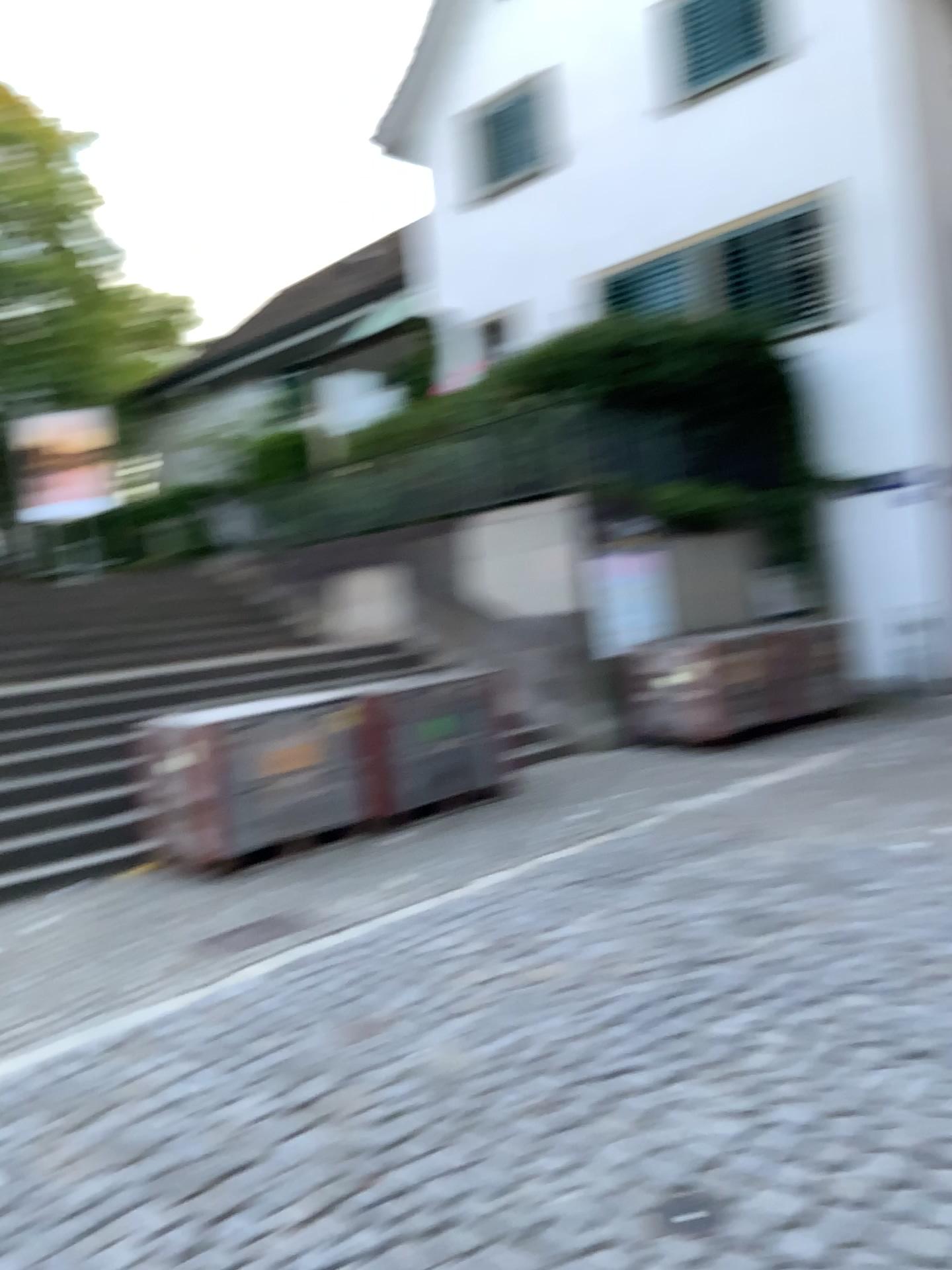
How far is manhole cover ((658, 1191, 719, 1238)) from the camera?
2.3m

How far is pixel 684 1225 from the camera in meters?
2.3

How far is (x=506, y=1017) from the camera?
3.8 meters

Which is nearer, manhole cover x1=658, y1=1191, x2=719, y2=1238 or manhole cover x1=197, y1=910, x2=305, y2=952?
manhole cover x1=658, y1=1191, x2=719, y2=1238

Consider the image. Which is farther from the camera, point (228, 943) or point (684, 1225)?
point (228, 943)
